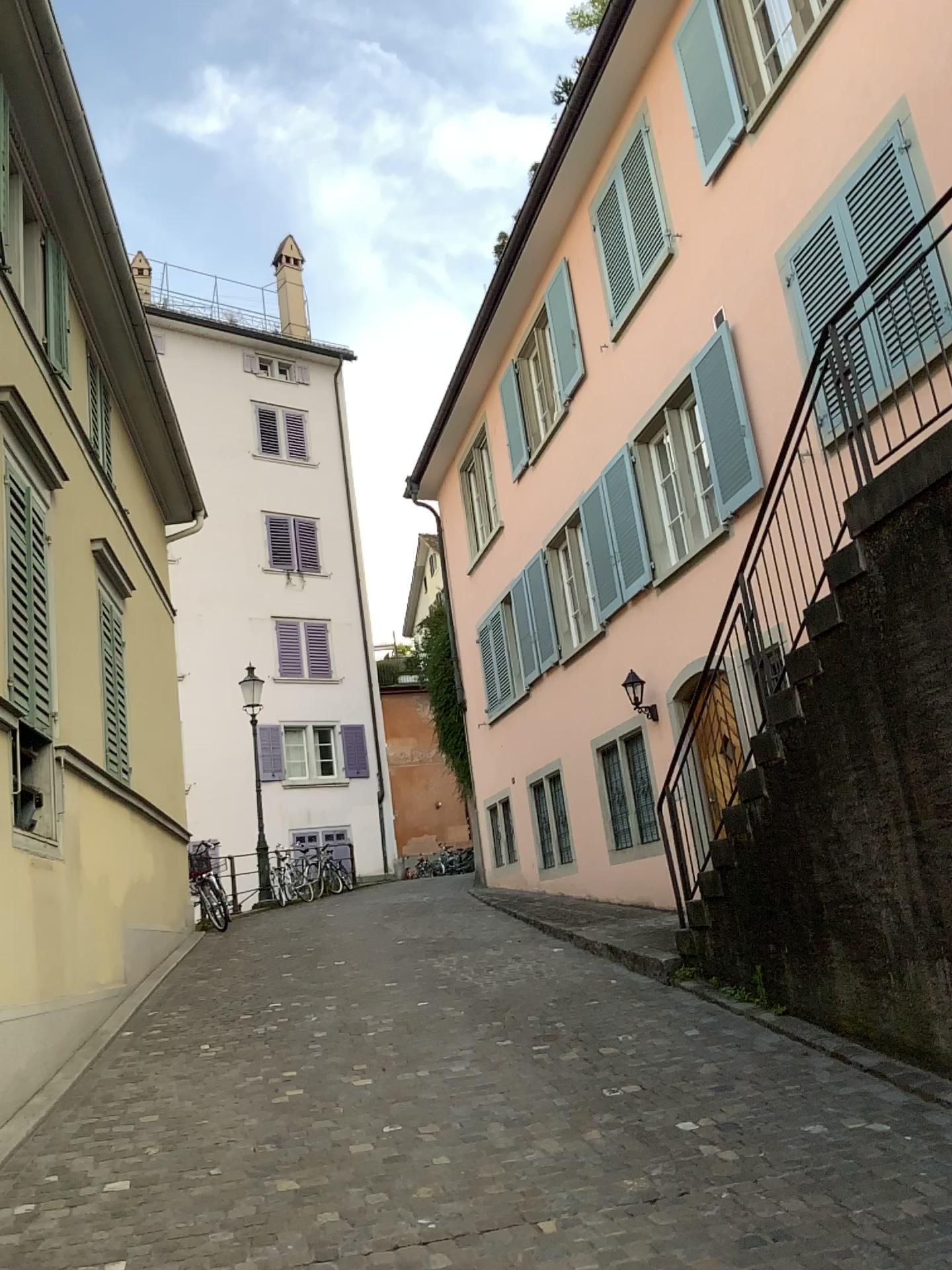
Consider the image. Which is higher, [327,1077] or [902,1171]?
[327,1077]
